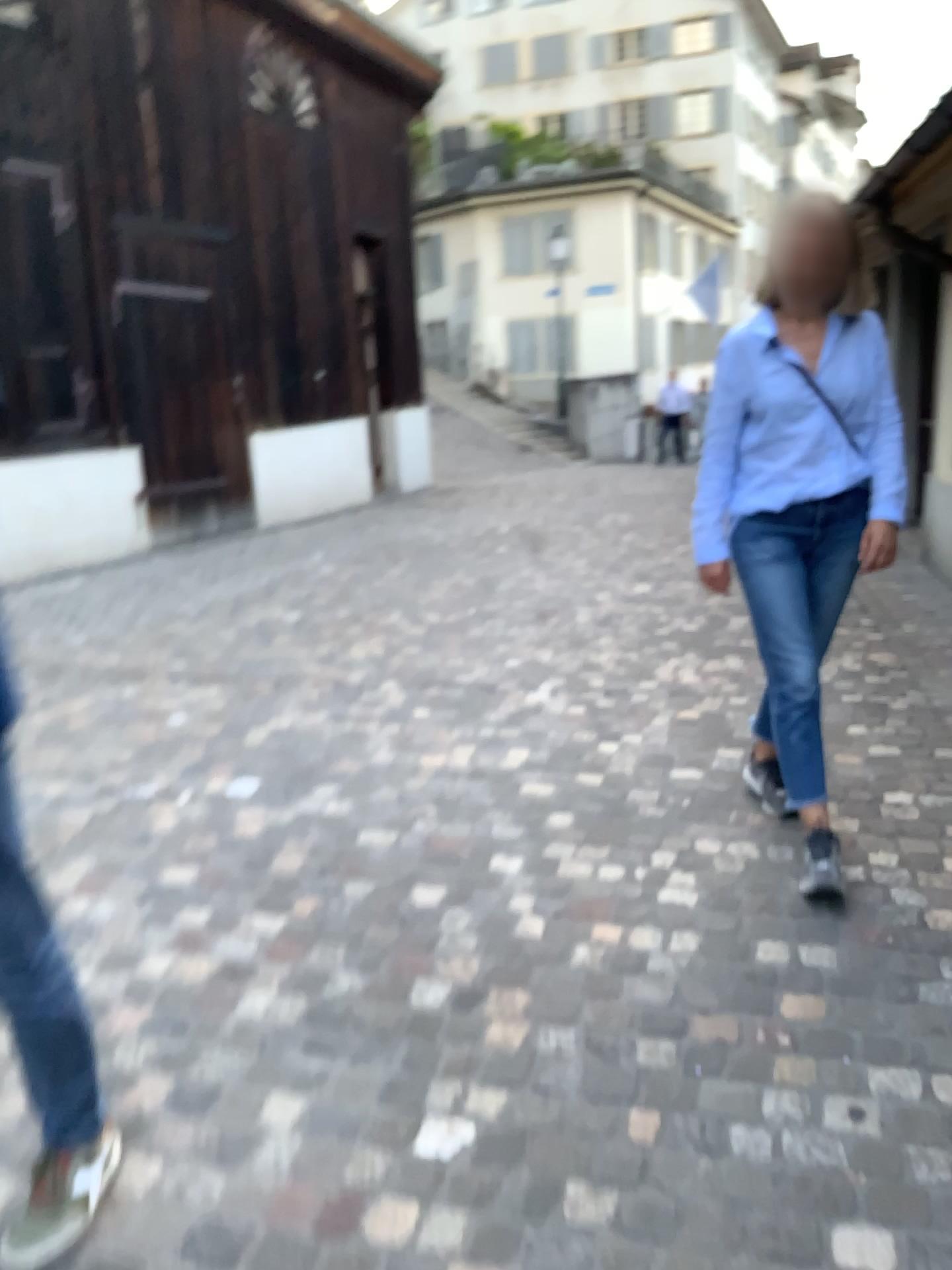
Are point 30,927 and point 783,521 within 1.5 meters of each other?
no

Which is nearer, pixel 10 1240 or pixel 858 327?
pixel 10 1240

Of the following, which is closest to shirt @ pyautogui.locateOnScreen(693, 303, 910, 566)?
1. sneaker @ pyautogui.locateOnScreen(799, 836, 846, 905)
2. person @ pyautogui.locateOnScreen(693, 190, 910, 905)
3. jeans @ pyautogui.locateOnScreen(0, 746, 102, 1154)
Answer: person @ pyautogui.locateOnScreen(693, 190, 910, 905)

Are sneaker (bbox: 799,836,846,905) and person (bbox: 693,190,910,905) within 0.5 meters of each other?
yes

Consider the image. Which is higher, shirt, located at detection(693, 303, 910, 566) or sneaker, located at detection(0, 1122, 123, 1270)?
shirt, located at detection(693, 303, 910, 566)

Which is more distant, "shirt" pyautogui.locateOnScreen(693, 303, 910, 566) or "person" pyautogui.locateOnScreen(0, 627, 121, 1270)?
"shirt" pyautogui.locateOnScreen(693, 303, 910, 566)

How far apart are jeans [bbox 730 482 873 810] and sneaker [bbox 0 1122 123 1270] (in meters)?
1.78

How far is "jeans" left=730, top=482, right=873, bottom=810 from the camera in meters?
2.7

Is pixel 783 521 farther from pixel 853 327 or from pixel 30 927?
pixel 30 927

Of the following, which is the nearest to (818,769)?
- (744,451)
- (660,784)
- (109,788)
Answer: (660,784)
